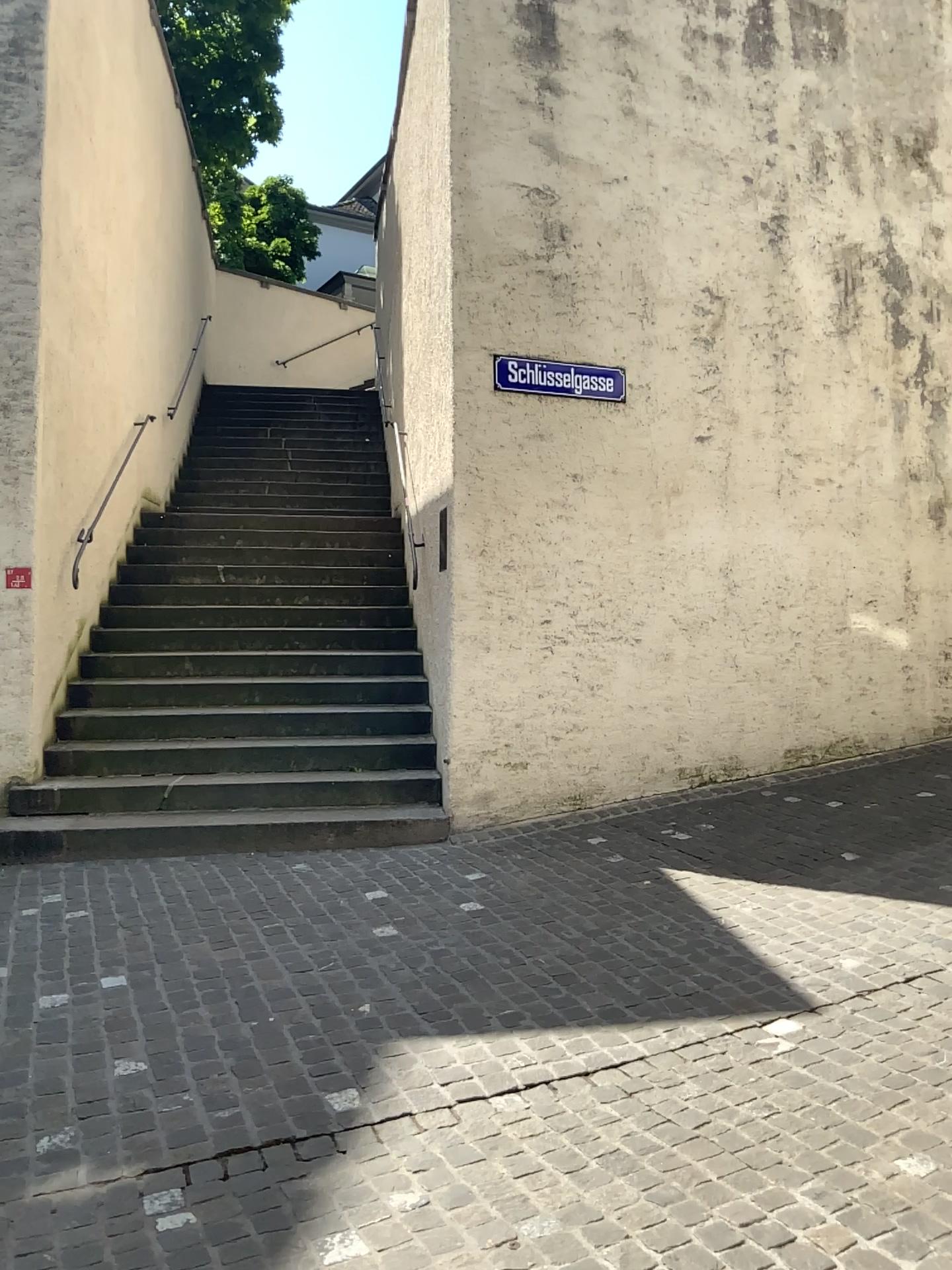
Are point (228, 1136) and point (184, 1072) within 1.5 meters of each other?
yes
